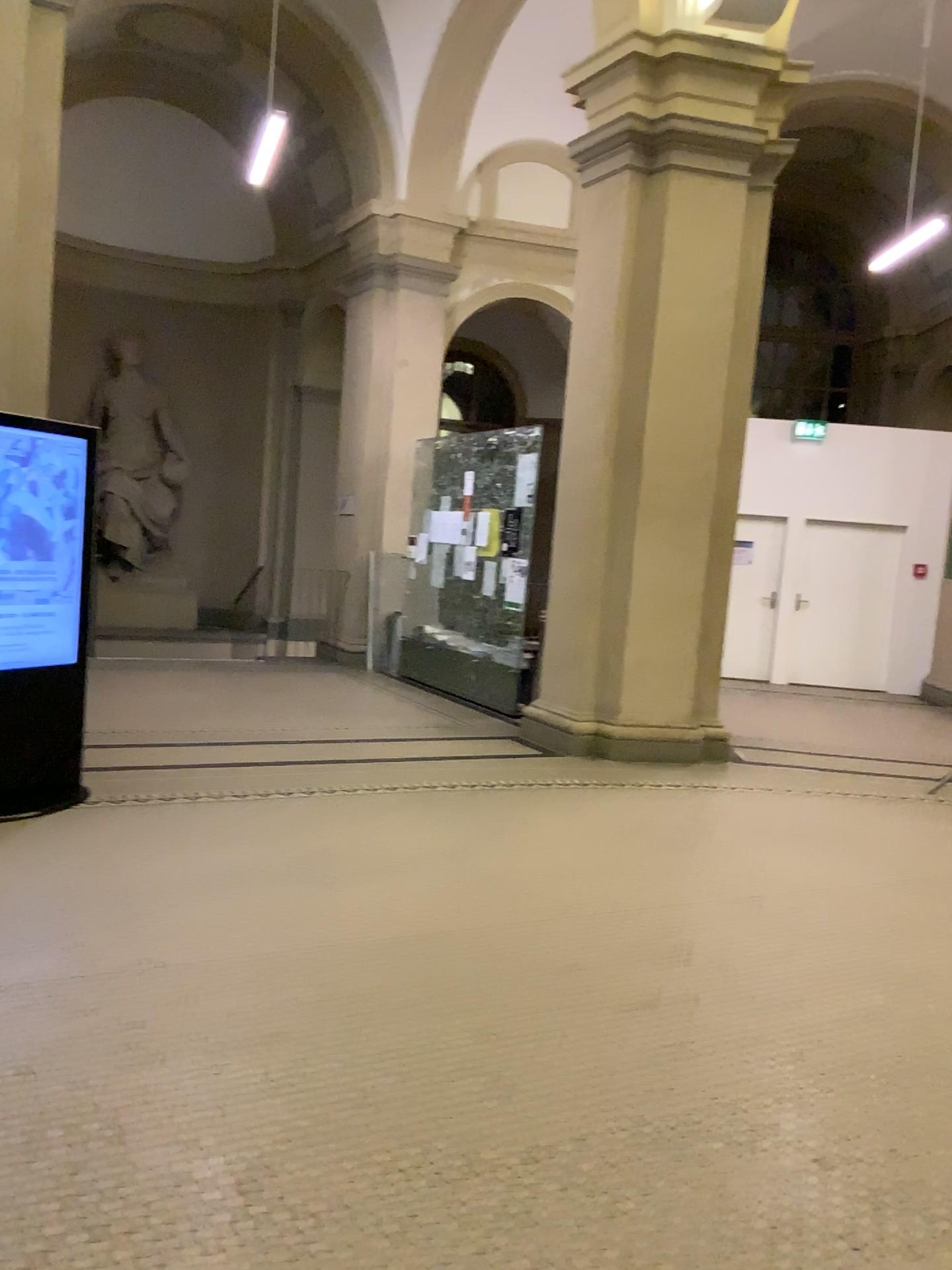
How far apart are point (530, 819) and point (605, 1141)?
2.73m
